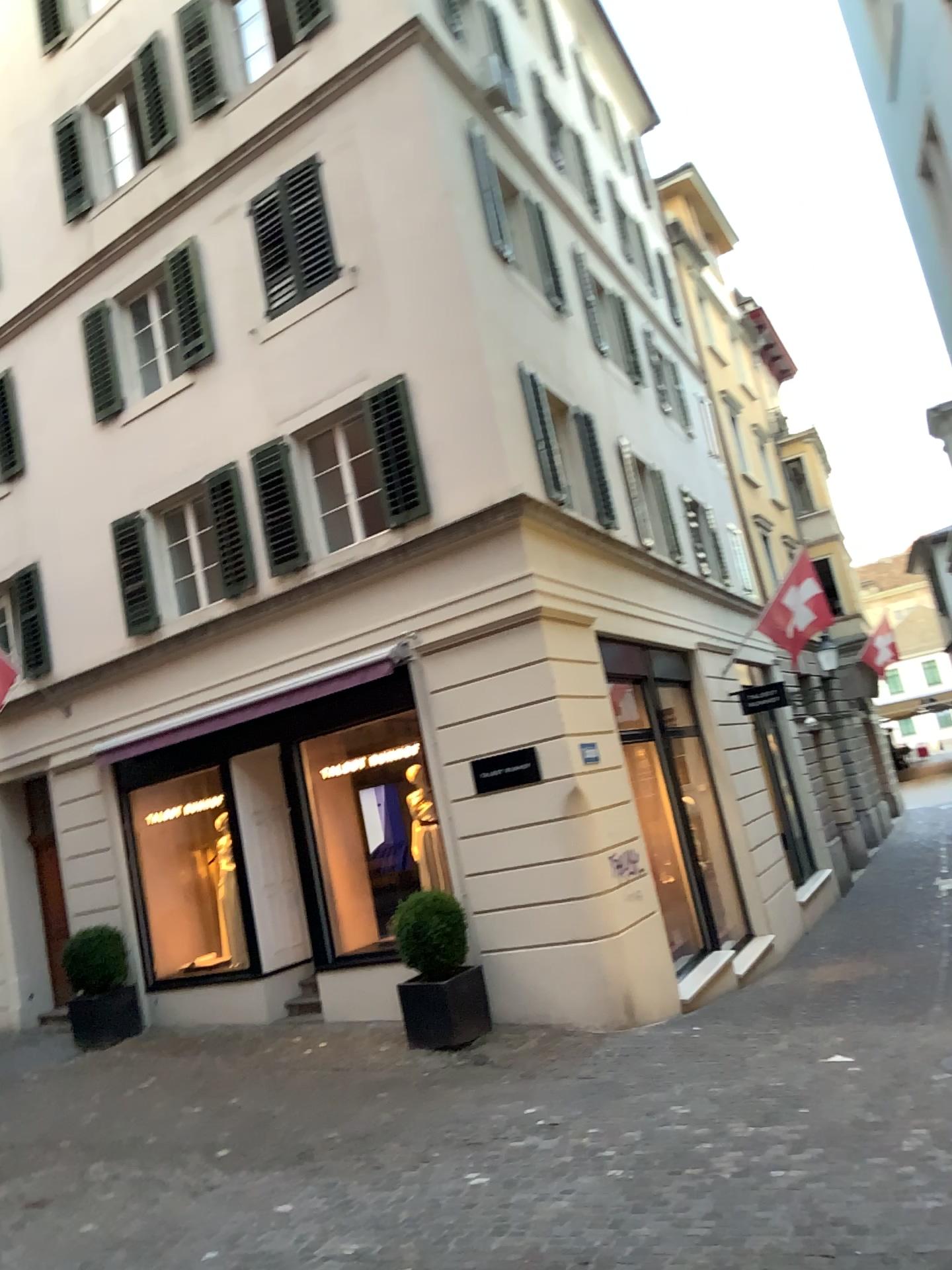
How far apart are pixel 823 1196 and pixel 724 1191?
0.45m
